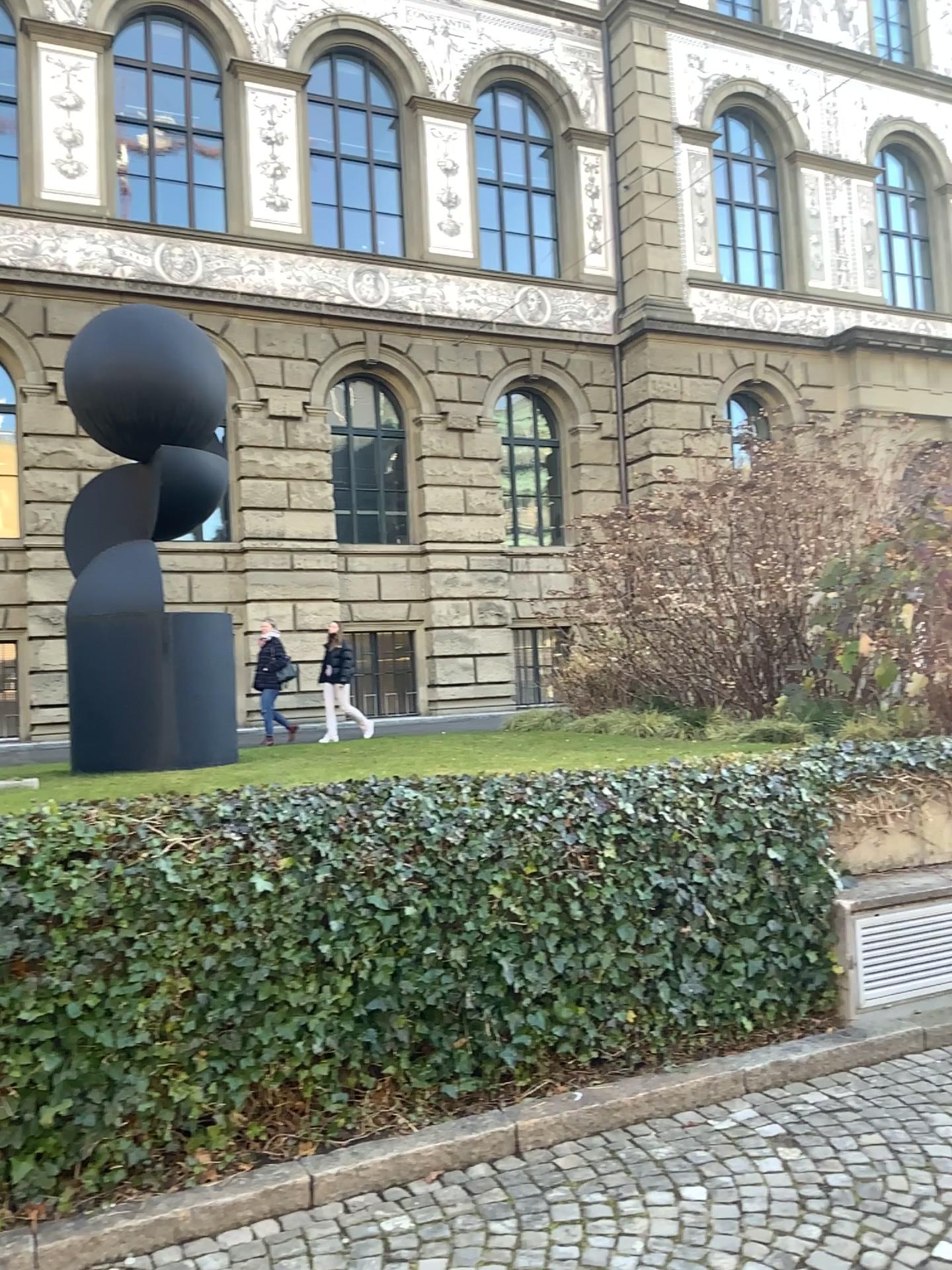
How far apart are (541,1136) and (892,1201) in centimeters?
113cm
